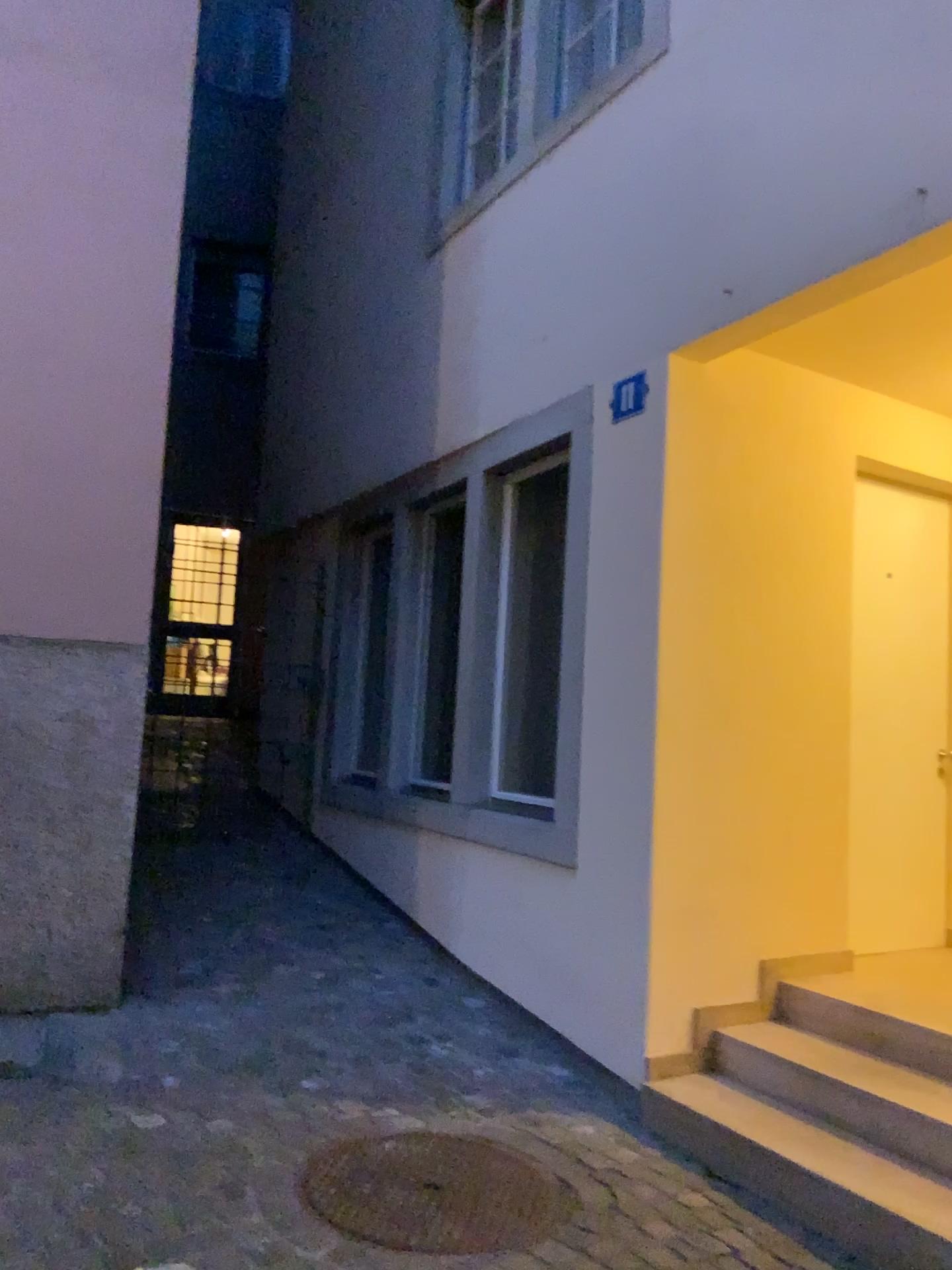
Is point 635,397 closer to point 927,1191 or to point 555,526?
point 555,526

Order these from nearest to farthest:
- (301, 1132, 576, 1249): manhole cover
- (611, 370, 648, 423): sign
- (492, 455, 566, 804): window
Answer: (301, 1132, 576, 1249): manhole cover → (611, 370, 648, 423): sign → (492, 455, 566, 804): window

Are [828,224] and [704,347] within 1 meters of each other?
yes

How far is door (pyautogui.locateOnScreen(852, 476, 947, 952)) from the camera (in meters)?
4.41

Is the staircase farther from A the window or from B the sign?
B the sign

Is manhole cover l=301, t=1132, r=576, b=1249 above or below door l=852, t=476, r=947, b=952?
below

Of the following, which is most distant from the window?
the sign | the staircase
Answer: the staircase

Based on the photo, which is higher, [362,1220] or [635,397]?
[635,397]

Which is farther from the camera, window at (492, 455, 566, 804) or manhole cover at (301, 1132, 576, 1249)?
window at (492, 455, 566, 804)

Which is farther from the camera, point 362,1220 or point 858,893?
point 858,893
